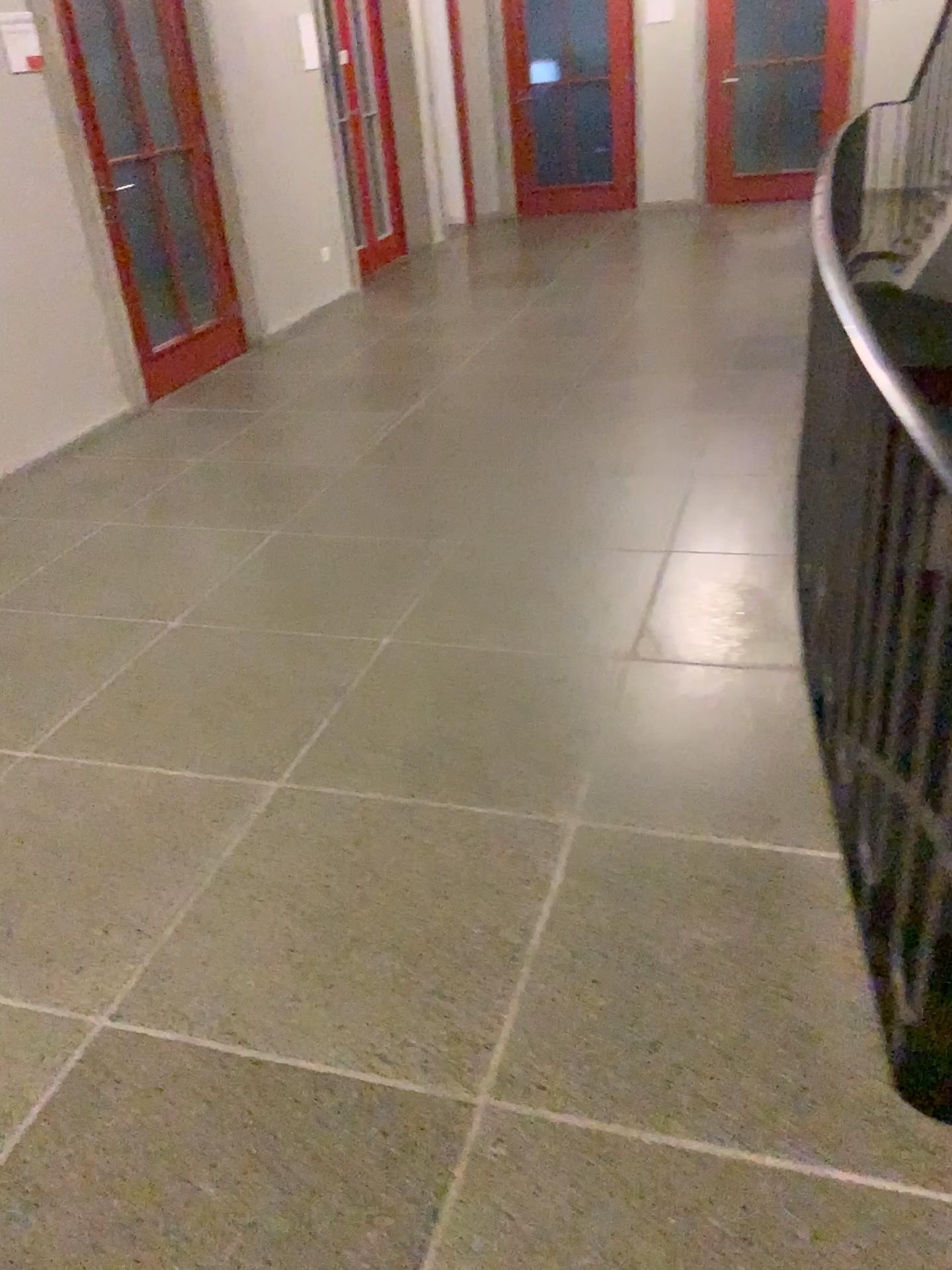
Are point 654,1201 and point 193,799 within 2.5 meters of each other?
yes
